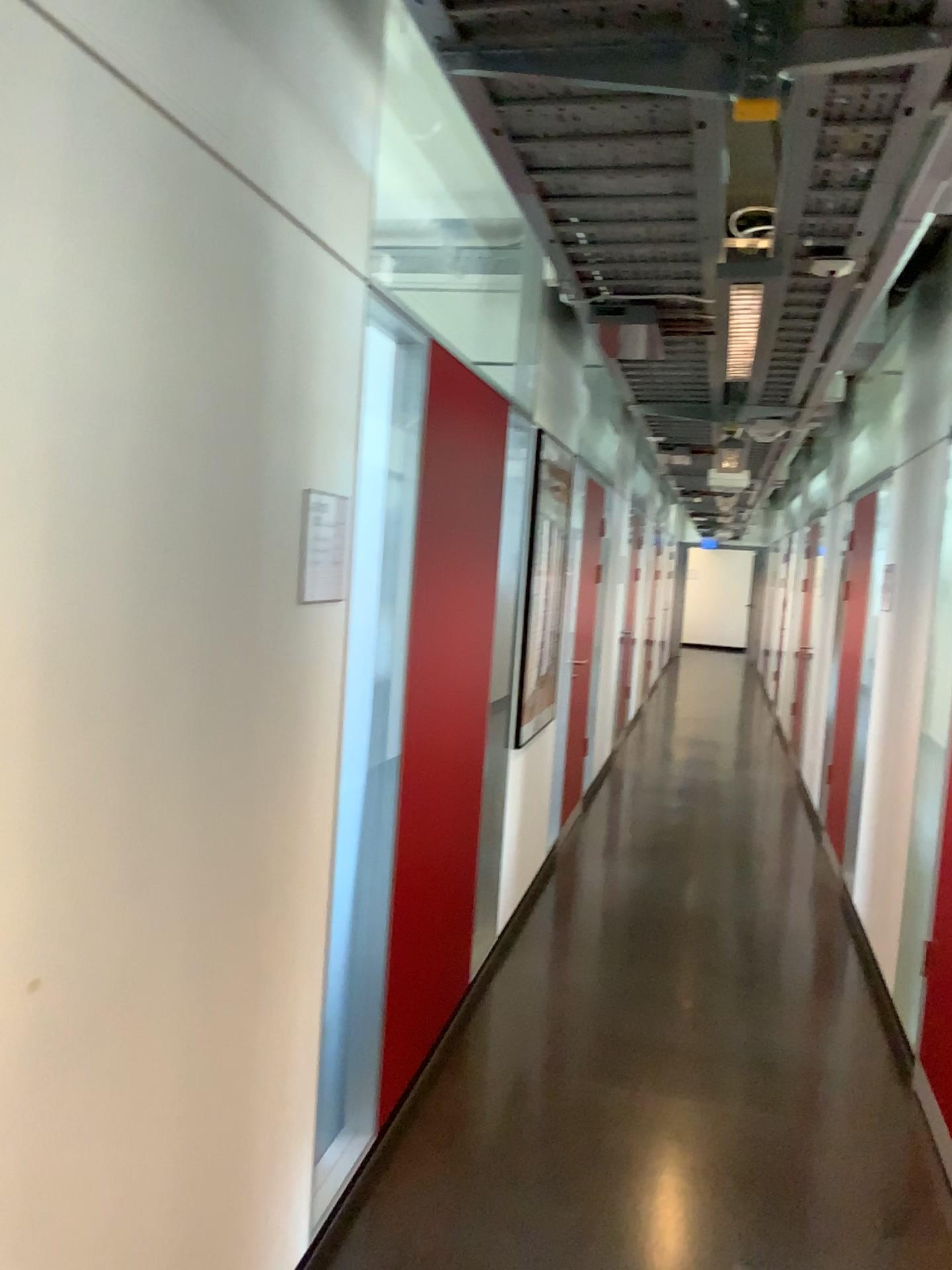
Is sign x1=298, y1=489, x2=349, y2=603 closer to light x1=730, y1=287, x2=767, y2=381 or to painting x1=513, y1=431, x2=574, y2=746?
light x1=730, y1=287, x2=767, y2=381

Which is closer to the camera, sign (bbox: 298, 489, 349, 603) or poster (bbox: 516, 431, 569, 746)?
sign (bbox: 298, 489, 349, 603)

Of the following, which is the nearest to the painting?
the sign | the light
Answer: the light

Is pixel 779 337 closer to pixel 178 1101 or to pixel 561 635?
pixel 561 635

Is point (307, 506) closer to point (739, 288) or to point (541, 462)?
point (739, 288)

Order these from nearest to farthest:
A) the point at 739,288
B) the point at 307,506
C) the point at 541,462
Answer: the point at 307,506 < the point at 739,288 < the point at 541,462

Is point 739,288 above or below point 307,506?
above

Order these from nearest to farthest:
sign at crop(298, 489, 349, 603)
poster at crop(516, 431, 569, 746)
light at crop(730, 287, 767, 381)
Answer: sign at crop(298, 489, 349, 603) → light at crop(730, 287, 767, 381) → poster at crop(516, 431, 569, 746)

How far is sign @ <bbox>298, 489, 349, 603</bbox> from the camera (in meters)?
1.94

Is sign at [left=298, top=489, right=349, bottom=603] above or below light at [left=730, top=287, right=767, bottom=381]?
below
